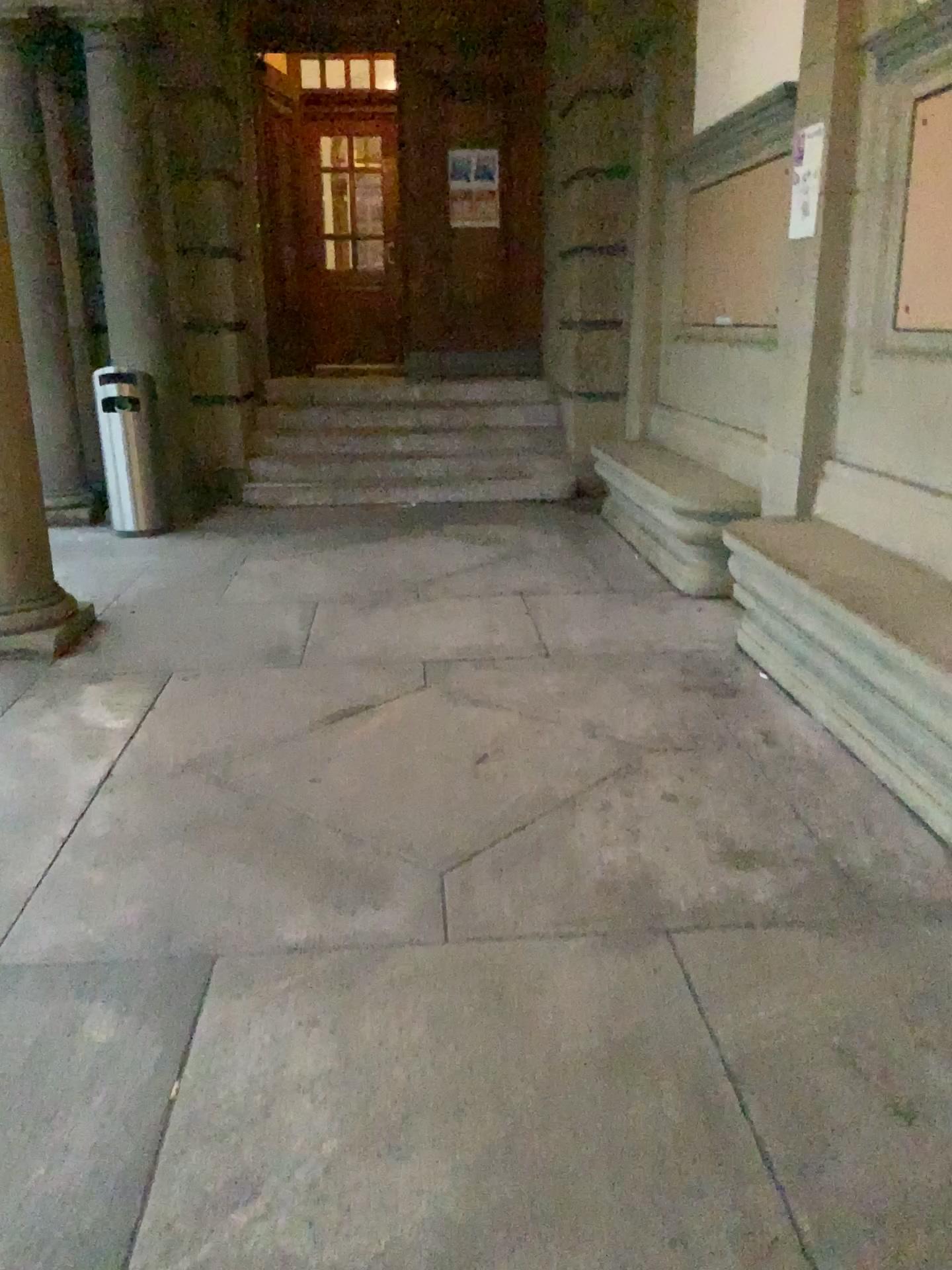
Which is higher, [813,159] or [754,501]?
[813,159]

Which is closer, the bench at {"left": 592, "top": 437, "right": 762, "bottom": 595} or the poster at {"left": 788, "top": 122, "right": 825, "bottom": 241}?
the poster at {"left": 788, "top": 122, "right": 825, "bottom": 241}

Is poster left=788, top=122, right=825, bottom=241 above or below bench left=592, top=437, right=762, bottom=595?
above

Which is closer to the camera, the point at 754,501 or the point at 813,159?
the point at 813,159

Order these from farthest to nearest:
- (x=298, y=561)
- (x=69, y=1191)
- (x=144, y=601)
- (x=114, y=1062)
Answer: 1. (x=298, y=561)
2. (x=144, y=601)
3. (x=114, y=1062)
4. (x=69, y=1191)
